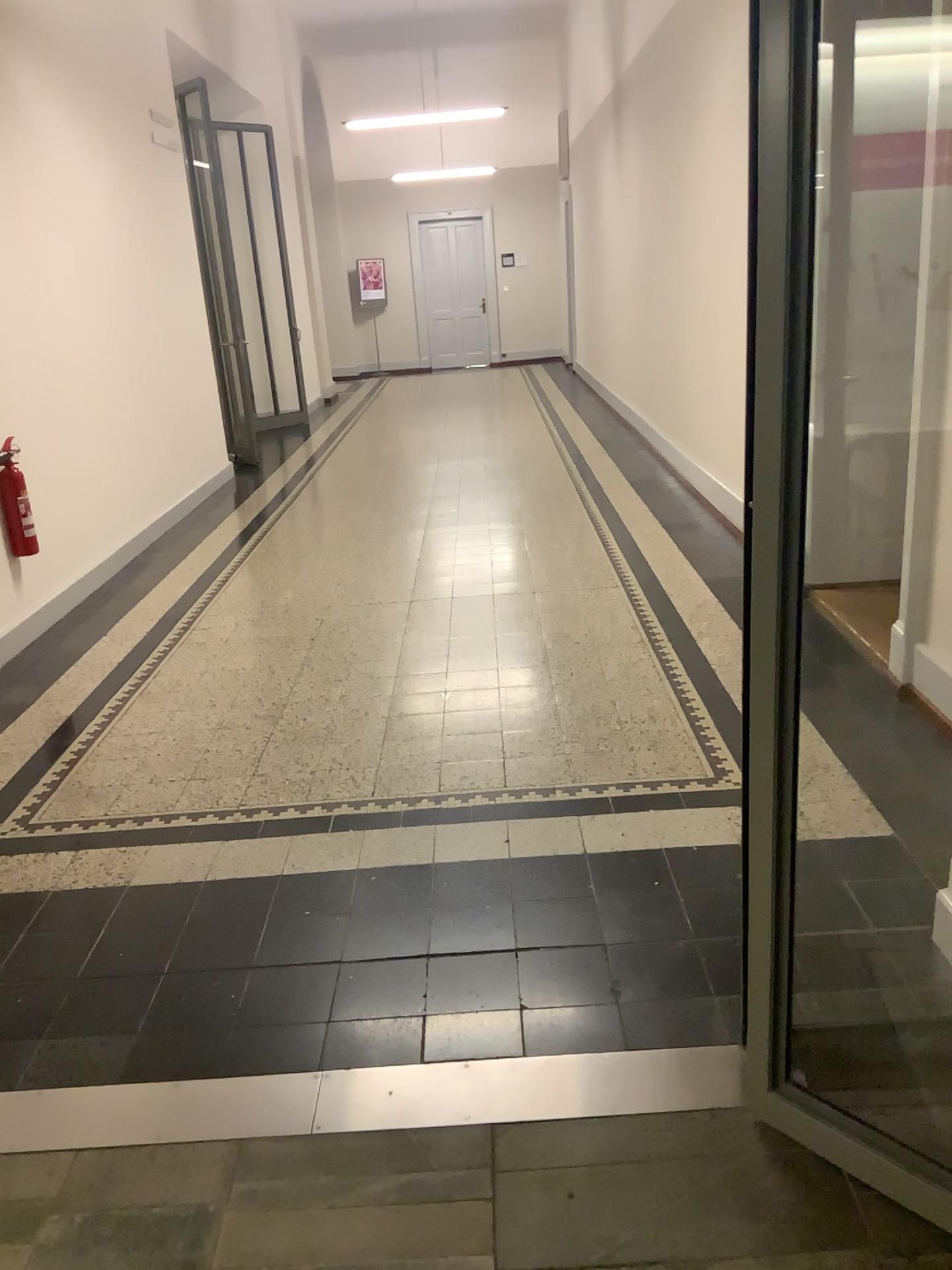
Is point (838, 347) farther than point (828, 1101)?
Yes
